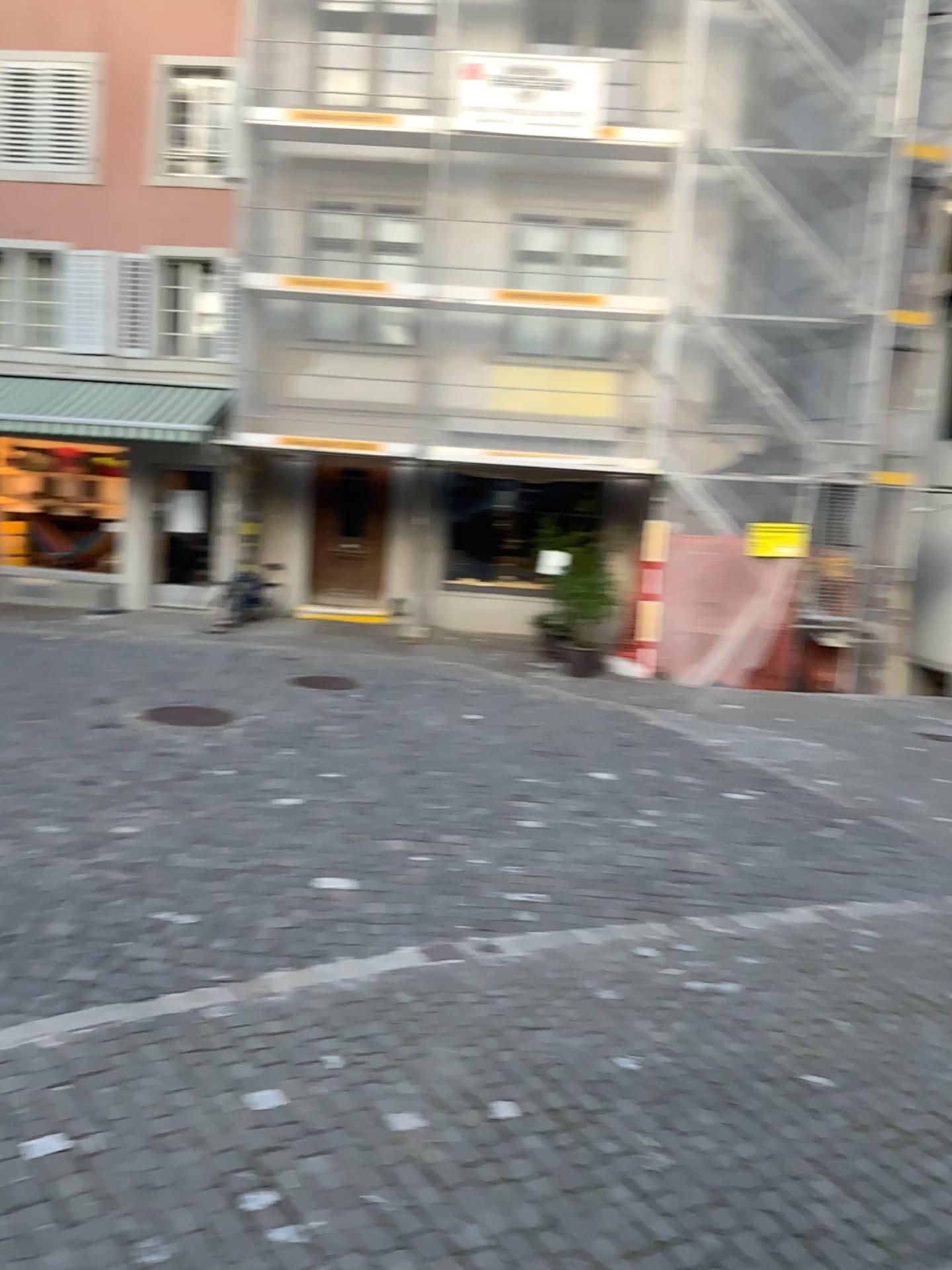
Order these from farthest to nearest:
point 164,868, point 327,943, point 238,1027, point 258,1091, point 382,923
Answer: point 164,868 < point 382,923 < point 327,943 < point 238,1027 < point 258,1091
